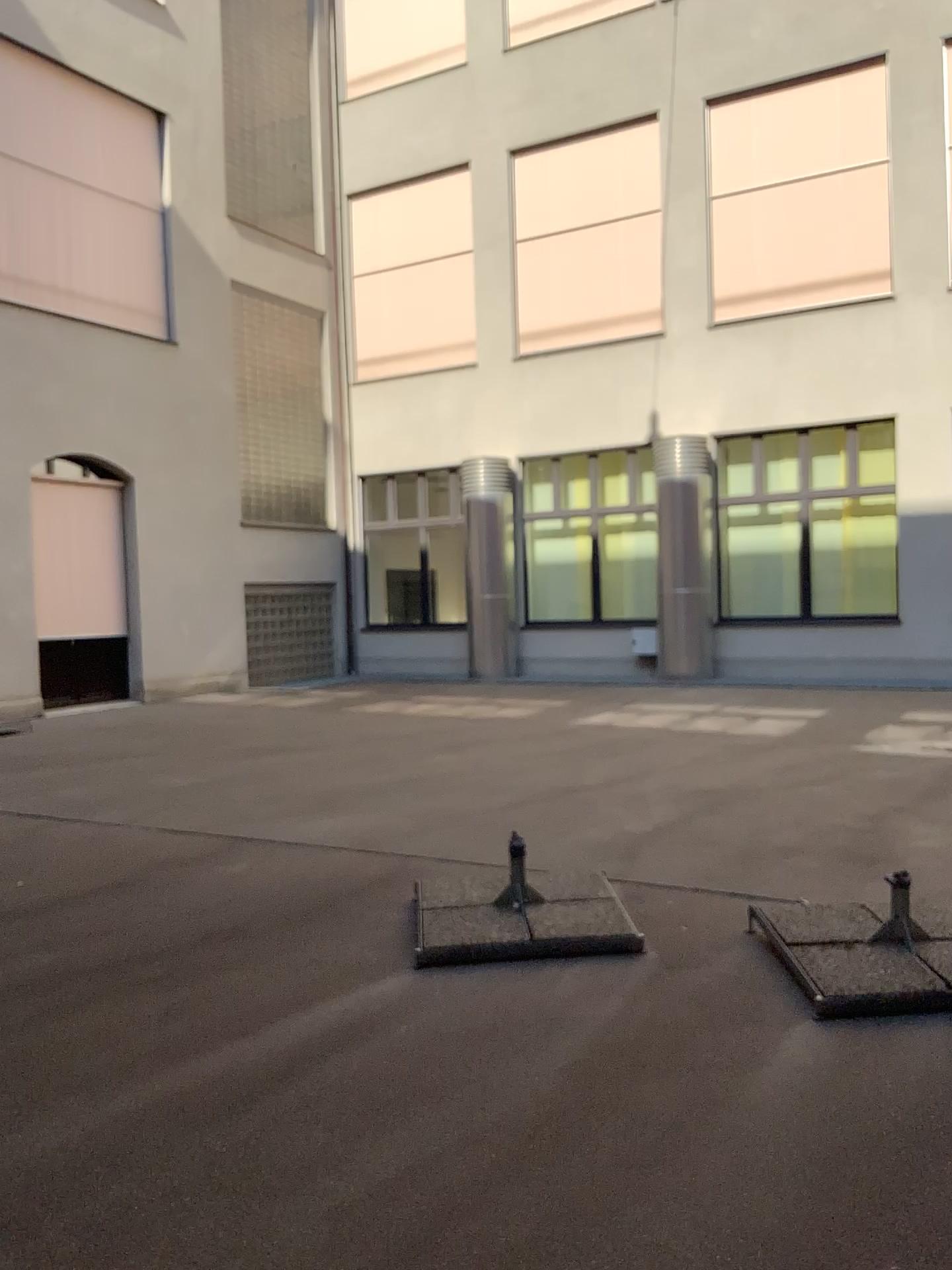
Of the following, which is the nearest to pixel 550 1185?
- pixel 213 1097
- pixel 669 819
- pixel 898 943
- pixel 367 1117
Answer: pixel 367 1117
